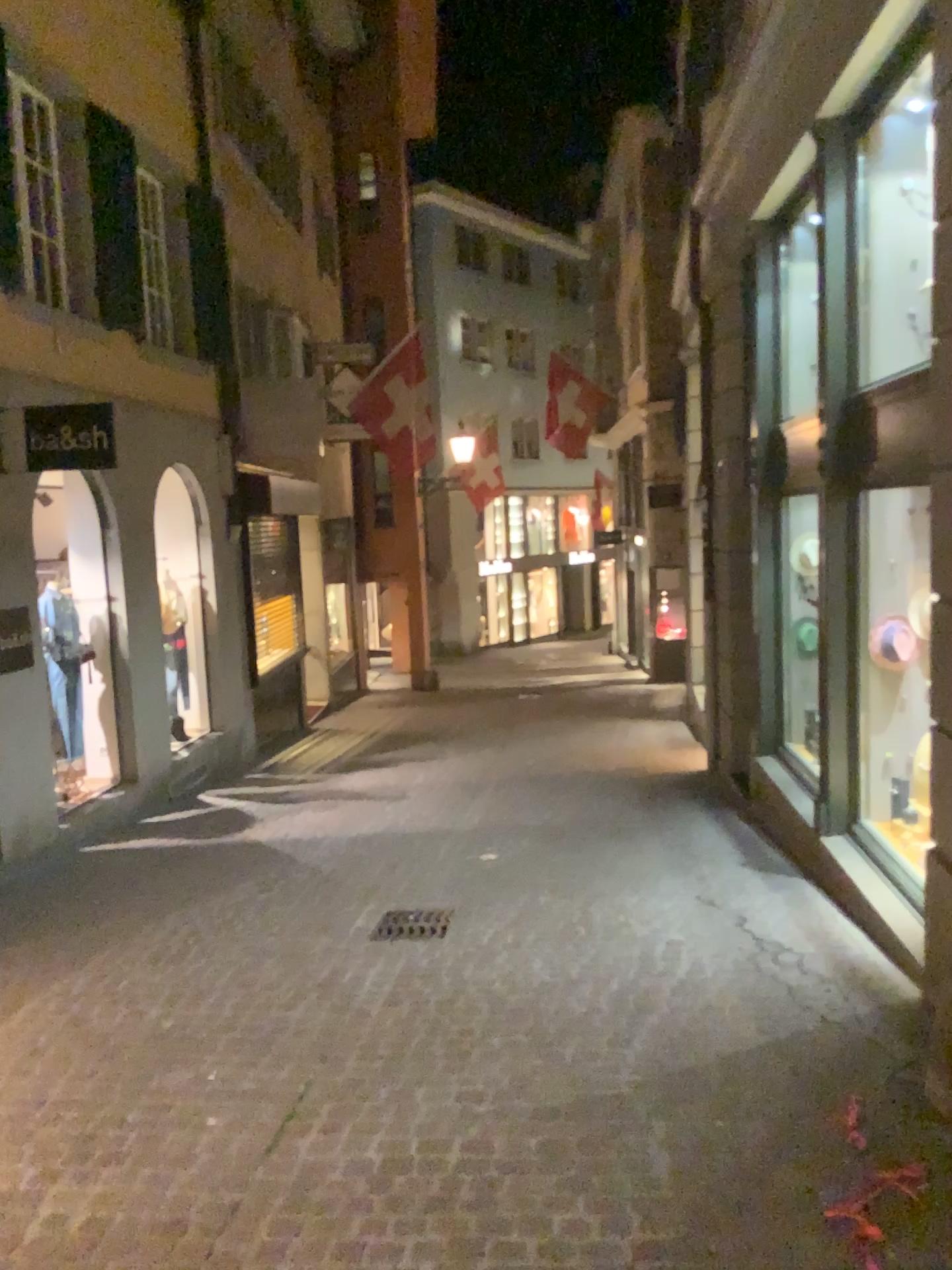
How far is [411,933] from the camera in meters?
5.1 m

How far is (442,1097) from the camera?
3.42m

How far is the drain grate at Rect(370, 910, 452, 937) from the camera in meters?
5.1
